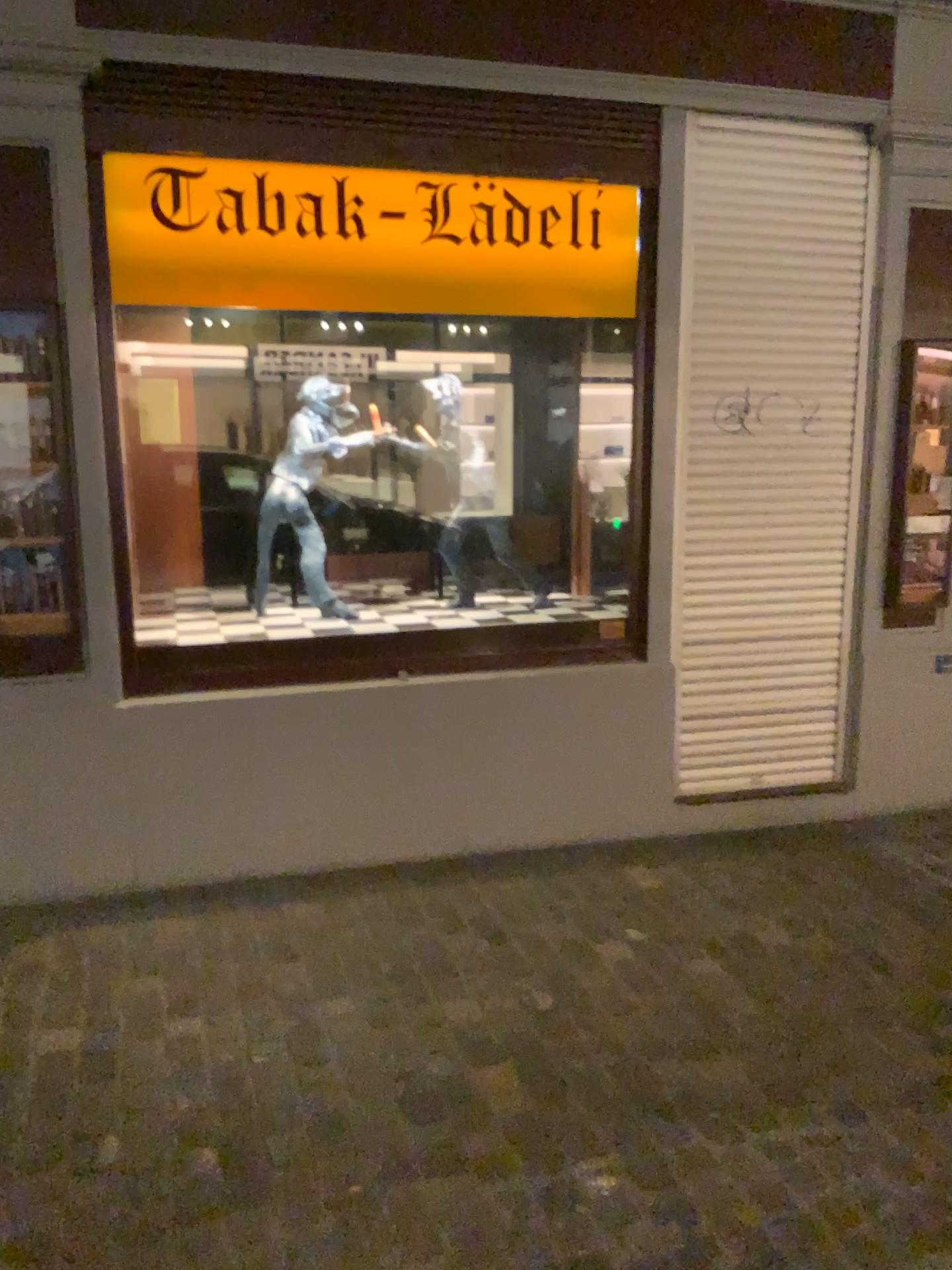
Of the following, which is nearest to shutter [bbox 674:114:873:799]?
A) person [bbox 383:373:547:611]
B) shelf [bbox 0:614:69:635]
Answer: person [bbox 383:373:547:611]

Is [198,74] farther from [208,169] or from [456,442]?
[456,442]

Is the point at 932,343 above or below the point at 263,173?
below

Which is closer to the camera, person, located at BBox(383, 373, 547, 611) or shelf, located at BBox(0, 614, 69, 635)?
shelf, located at BBox(0, 614, 69, 635)

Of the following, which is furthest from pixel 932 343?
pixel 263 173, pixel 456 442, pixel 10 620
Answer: pixel 10 620

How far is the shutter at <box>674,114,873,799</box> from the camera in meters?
3.8 m

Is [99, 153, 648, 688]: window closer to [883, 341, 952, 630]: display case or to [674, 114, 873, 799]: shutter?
[674, 114, 873, 799]: shutter

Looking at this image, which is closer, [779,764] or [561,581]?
[779,764]

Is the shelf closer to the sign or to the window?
the window

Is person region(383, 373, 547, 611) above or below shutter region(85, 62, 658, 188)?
below
